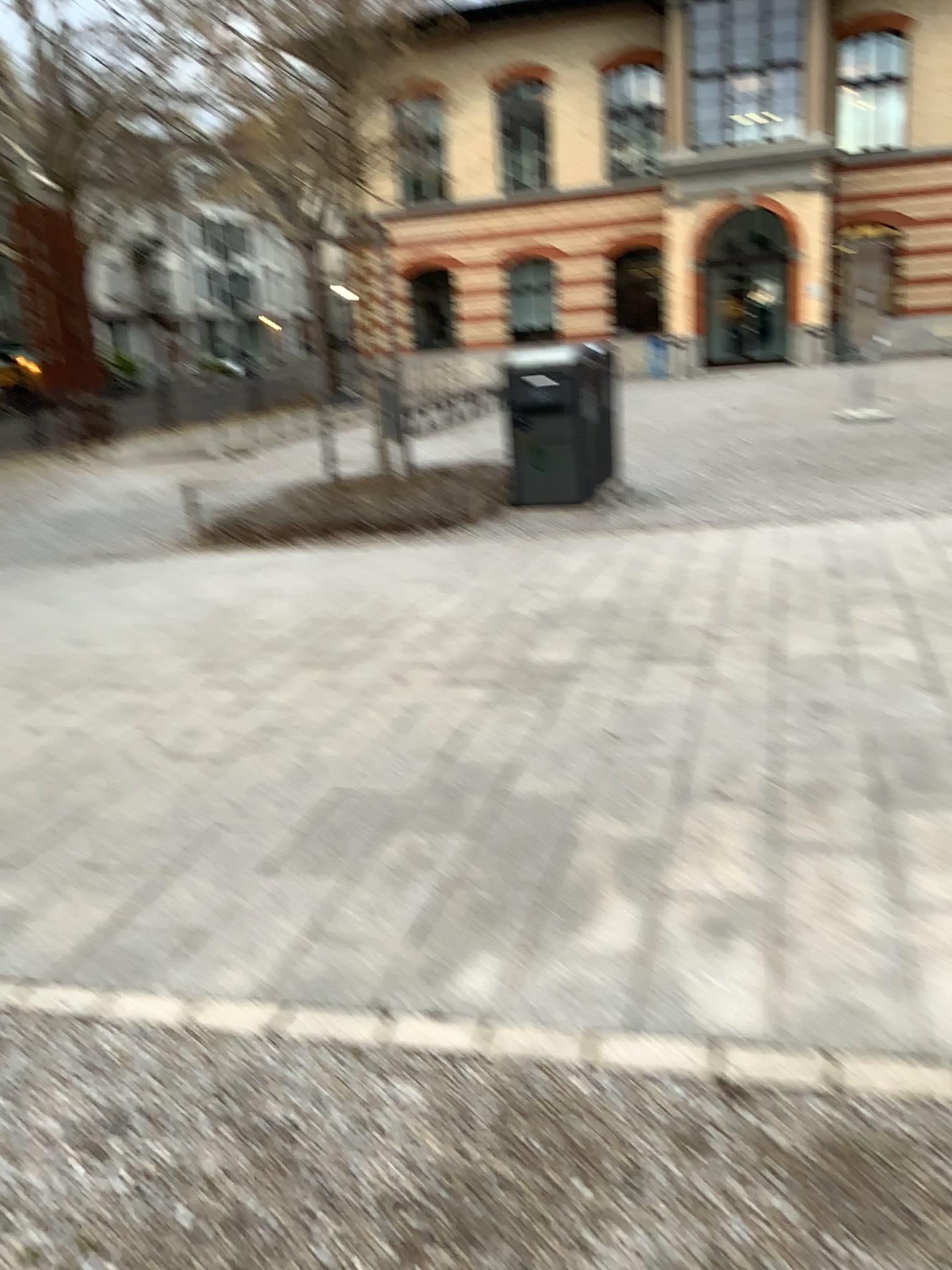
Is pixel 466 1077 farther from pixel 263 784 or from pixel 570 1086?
pixel 263 784
